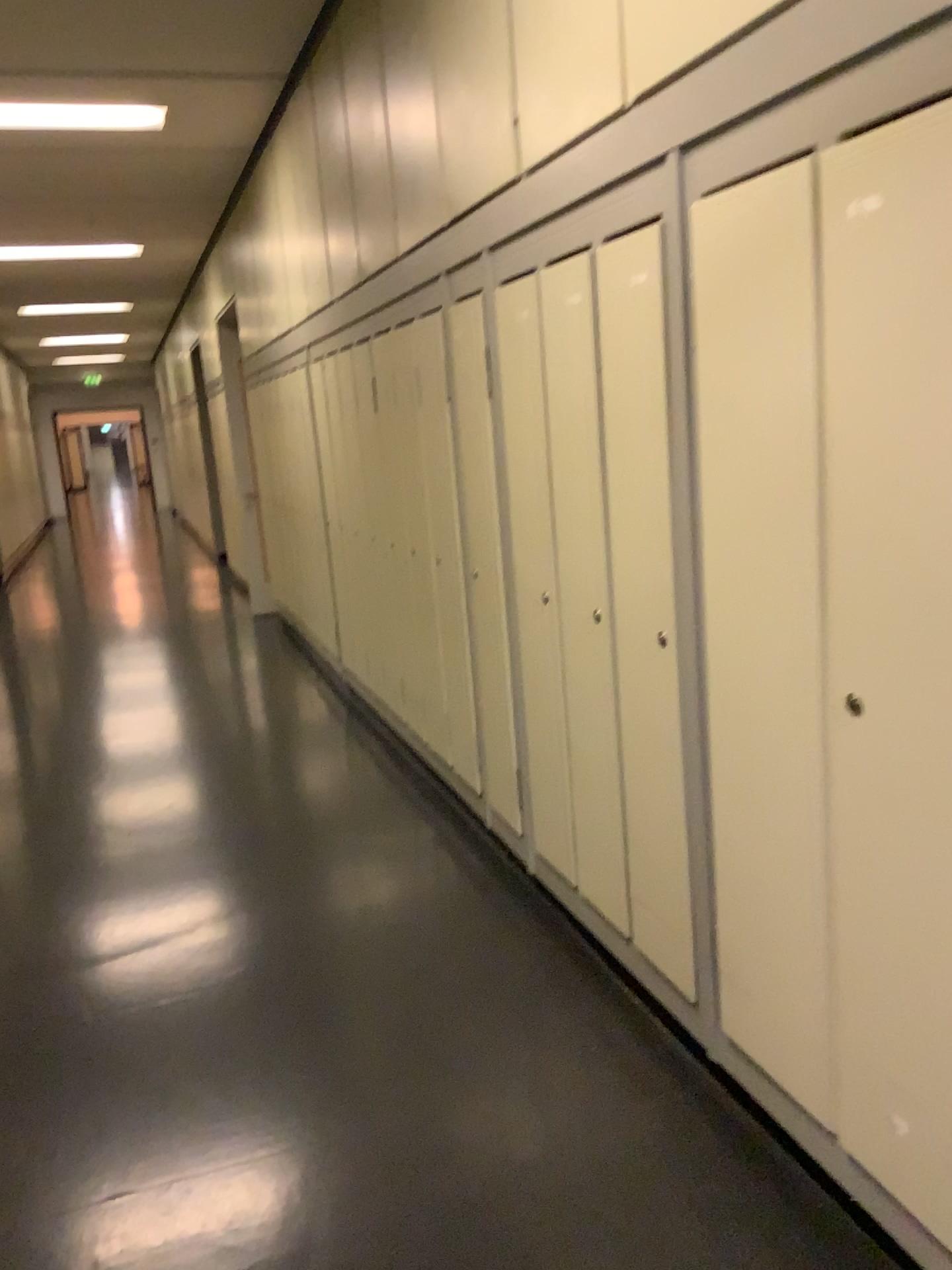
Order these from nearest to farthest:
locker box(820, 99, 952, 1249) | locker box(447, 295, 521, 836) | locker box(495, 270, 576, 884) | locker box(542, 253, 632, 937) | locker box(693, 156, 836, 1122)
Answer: locker box(820, 99, 952, 1249) < locker box(693, 156, 836, 1122) < locker box(542, 253, 632, 937) < locker box(495, 270, 576, 884) < locker box(447, 295, 521, 836)

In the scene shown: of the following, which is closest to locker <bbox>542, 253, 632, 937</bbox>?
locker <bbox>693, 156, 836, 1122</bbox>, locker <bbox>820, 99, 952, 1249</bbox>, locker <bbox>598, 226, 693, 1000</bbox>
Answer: locker <bbox>598, 226, 693, 1000</bbox>

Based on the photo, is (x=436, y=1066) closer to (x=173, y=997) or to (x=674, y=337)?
(x=173, y=997)

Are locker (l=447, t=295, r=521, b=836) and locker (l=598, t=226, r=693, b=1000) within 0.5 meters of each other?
no

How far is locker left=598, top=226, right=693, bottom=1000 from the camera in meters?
2.1

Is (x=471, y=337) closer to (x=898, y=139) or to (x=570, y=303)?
(x=570, y=303)

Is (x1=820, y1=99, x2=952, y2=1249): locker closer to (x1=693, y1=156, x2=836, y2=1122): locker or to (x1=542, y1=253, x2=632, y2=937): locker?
(x1=693, y1=156, x2=836, y2=1122): locker

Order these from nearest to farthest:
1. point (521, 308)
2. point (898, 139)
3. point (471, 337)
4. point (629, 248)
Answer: point (898, 139) < point (629, 248) < point (521, 308) < point (471, 337)

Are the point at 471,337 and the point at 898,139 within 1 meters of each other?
no

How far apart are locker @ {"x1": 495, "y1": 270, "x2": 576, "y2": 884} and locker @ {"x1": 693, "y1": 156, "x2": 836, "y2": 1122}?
0.7m
